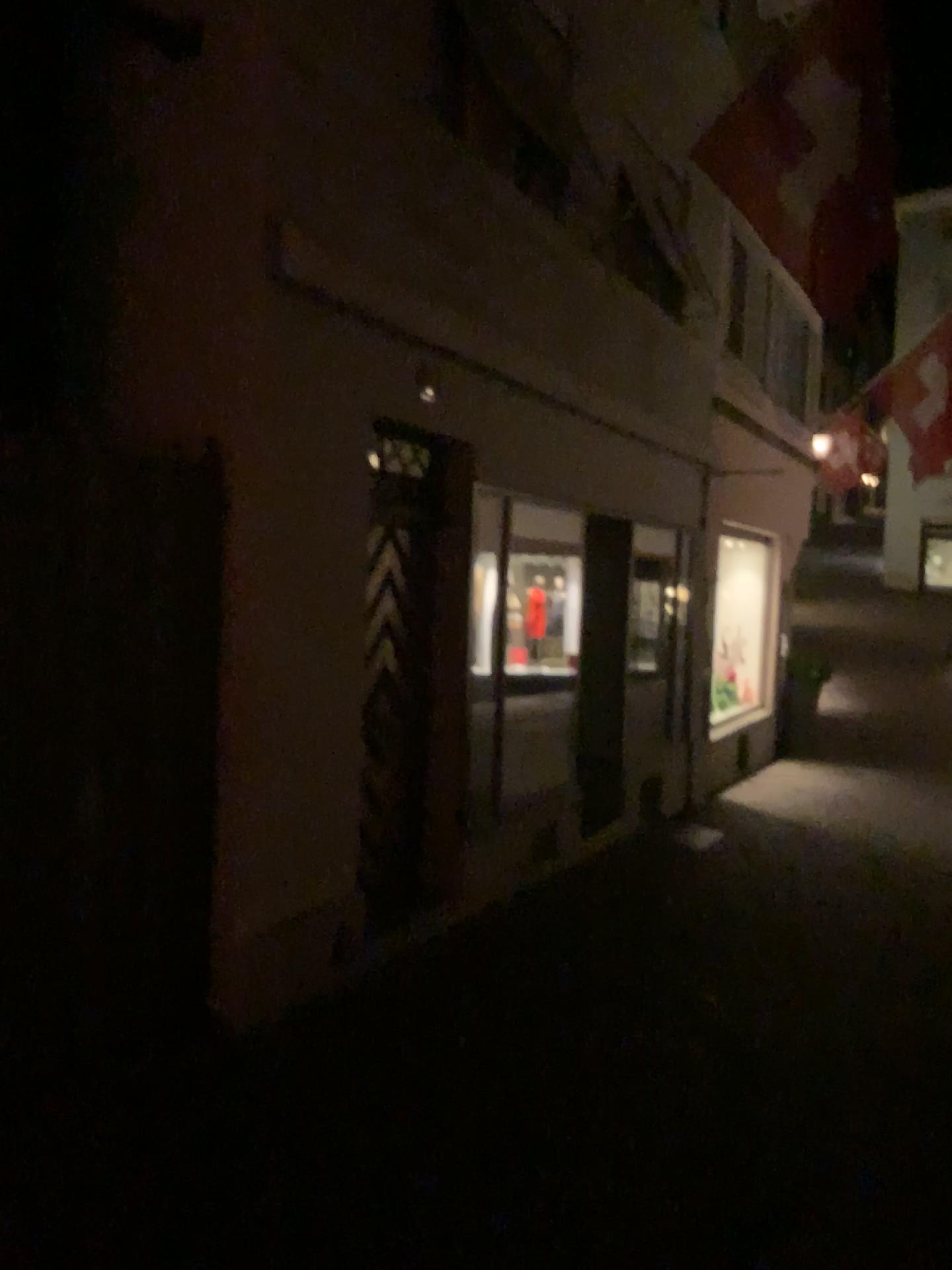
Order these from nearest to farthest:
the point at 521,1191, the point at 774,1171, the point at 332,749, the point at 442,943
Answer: the point at 521,1191 → the point at 774,1171 → the point at 332,749 → the point at 442,943
